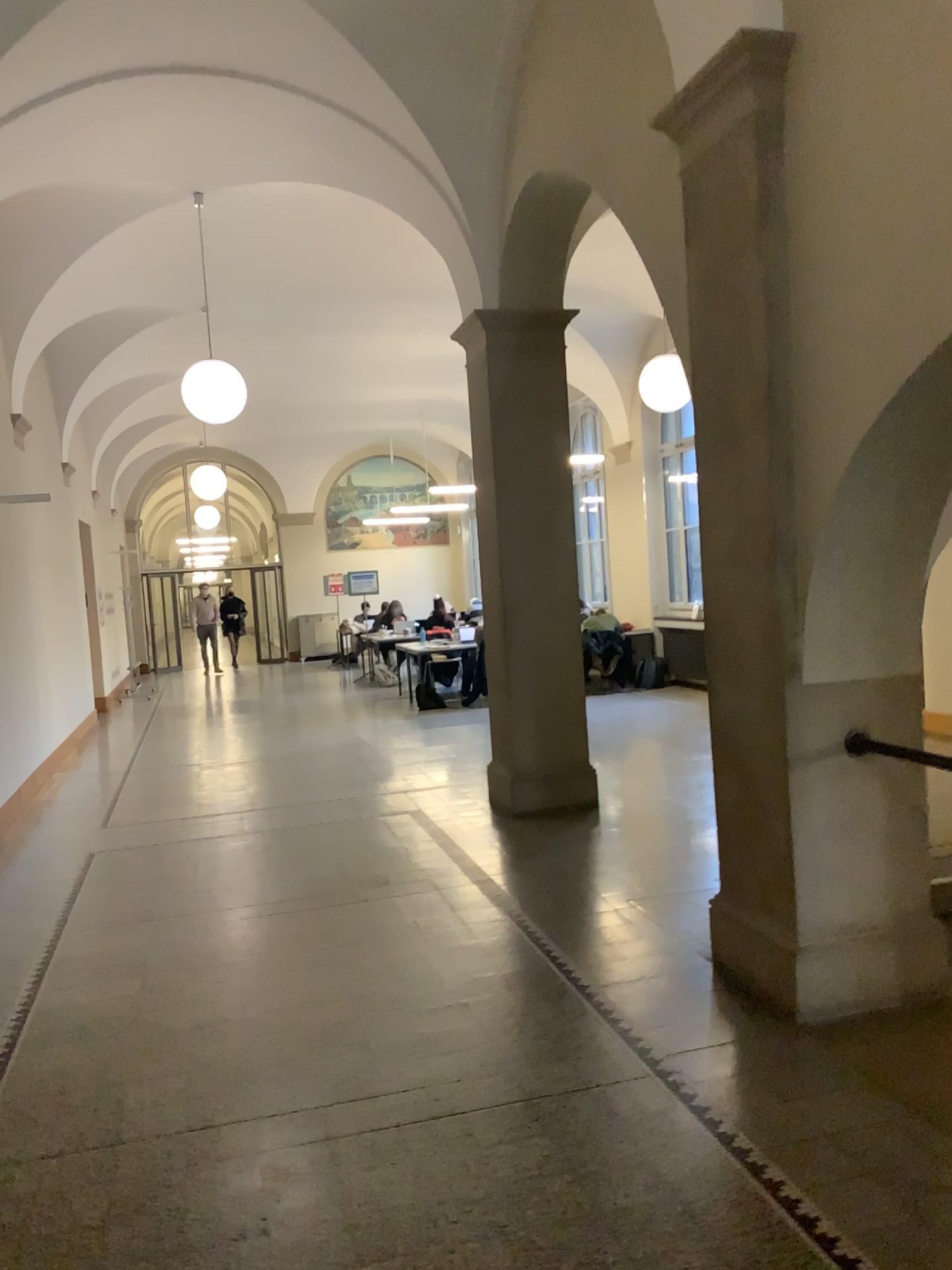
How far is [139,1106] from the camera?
3.3m
